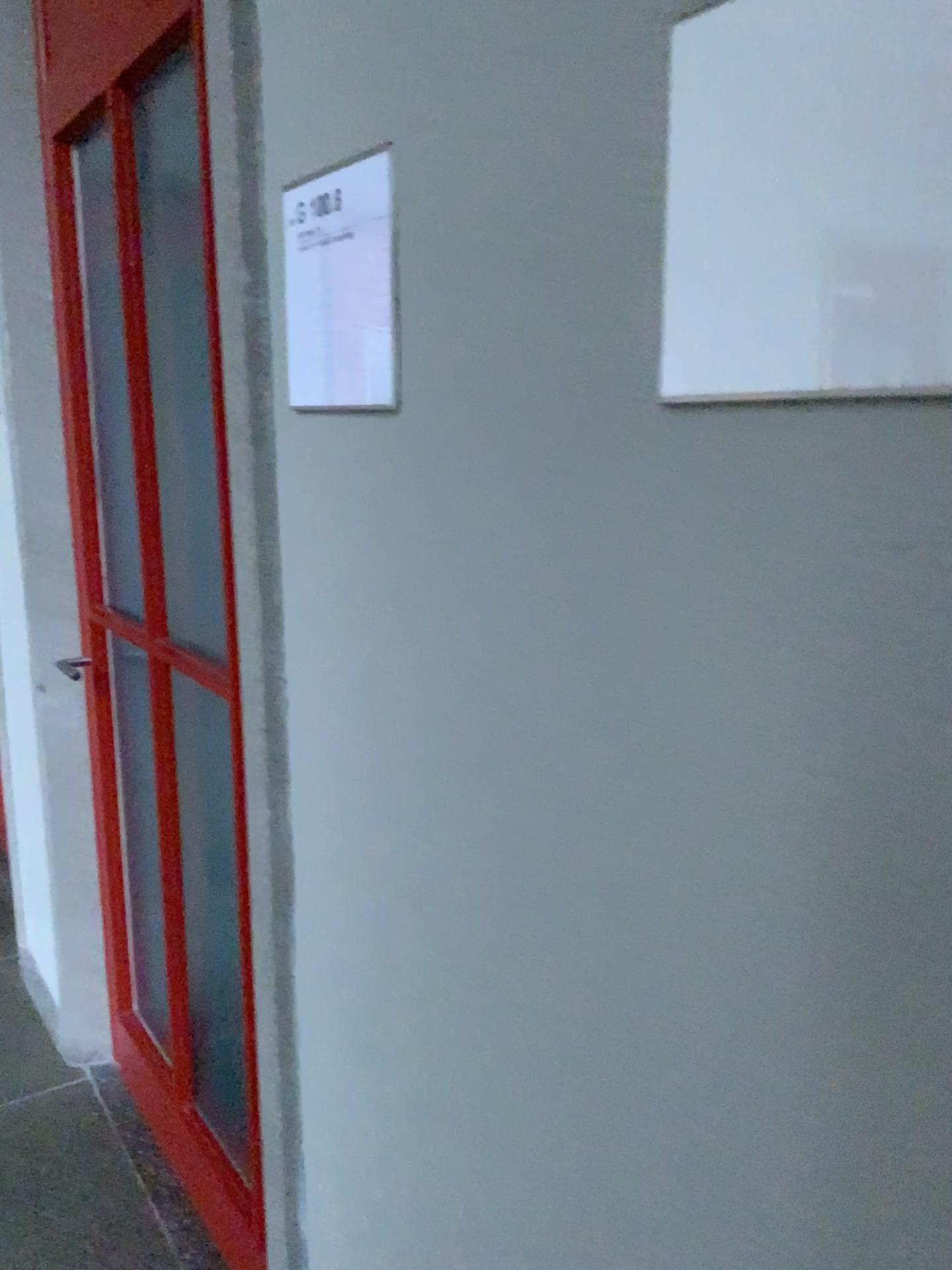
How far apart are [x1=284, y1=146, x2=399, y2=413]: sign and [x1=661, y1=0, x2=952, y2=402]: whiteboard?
0.34m

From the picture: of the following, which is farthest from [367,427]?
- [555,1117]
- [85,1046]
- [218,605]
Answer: [85,1046]

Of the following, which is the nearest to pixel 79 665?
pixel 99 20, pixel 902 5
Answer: pixel 99 20

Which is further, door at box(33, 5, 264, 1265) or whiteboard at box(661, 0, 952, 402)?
door at box(33, 5, 264, 1265)

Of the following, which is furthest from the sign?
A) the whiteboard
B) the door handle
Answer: the door handle

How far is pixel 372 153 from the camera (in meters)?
0.90

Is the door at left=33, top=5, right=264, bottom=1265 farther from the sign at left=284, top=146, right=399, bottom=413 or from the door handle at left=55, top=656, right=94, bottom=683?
the sign at left=284, top=146, right=399, bottom=413

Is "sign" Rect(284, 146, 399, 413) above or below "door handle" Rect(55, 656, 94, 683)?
above

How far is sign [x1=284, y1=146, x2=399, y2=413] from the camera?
0.90m

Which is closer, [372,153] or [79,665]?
[372,153]
